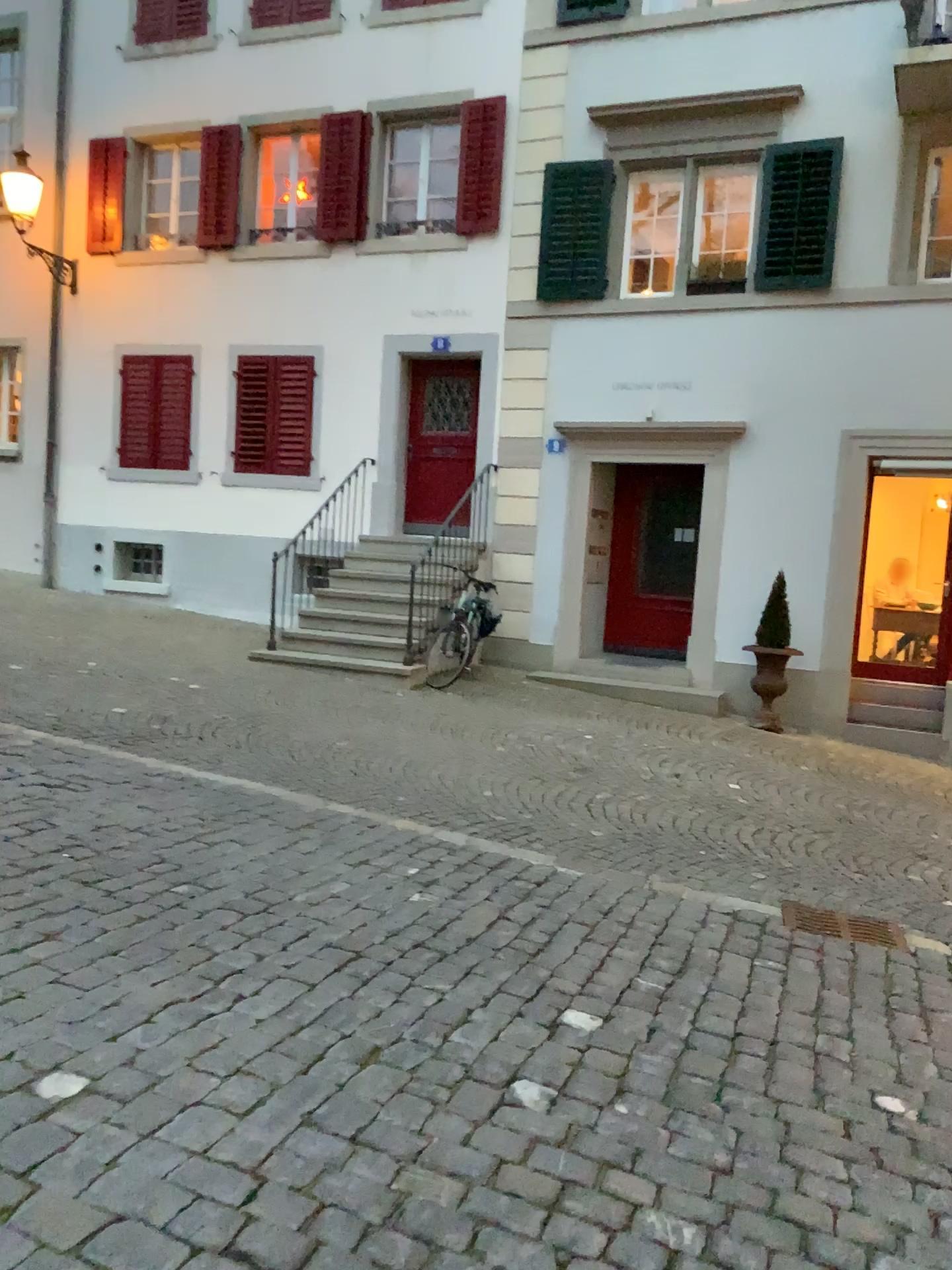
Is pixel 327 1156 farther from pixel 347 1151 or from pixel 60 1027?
pixel 60 1027
